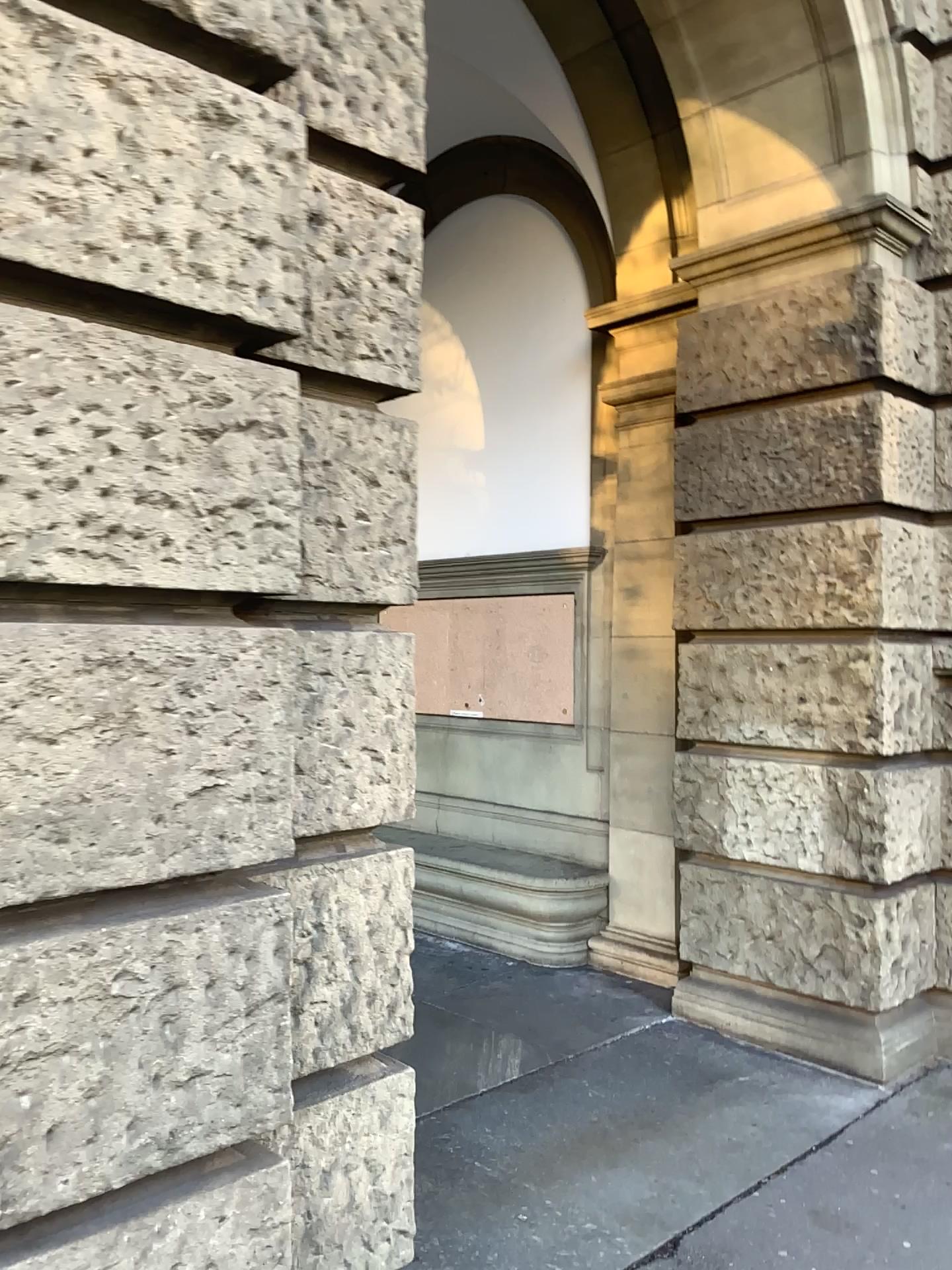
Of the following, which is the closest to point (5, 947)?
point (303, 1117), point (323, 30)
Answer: point (303, 1117)

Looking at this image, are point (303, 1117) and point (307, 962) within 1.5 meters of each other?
yes

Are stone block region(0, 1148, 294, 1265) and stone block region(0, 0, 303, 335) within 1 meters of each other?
no

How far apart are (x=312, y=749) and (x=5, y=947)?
0.7m

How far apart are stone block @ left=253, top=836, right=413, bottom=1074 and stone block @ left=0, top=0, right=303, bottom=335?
1.07m

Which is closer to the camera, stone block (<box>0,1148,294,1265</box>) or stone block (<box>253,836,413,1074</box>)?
stone block (<box>0,1148,294,1265</box>)

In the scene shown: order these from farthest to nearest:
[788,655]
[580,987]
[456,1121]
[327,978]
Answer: [580,987] < [788,655] < [456,1121] < [327,978]

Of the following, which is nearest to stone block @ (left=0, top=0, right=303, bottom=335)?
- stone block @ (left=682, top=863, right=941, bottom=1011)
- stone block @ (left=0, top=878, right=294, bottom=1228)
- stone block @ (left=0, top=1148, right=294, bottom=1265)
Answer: stone block @ (left=0, top=878, right=294, bottom=1228)

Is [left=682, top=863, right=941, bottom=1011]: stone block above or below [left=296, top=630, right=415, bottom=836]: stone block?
below

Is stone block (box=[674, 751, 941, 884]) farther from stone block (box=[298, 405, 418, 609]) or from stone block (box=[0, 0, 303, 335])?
stone block (box=[0, 0, 303, 335])
